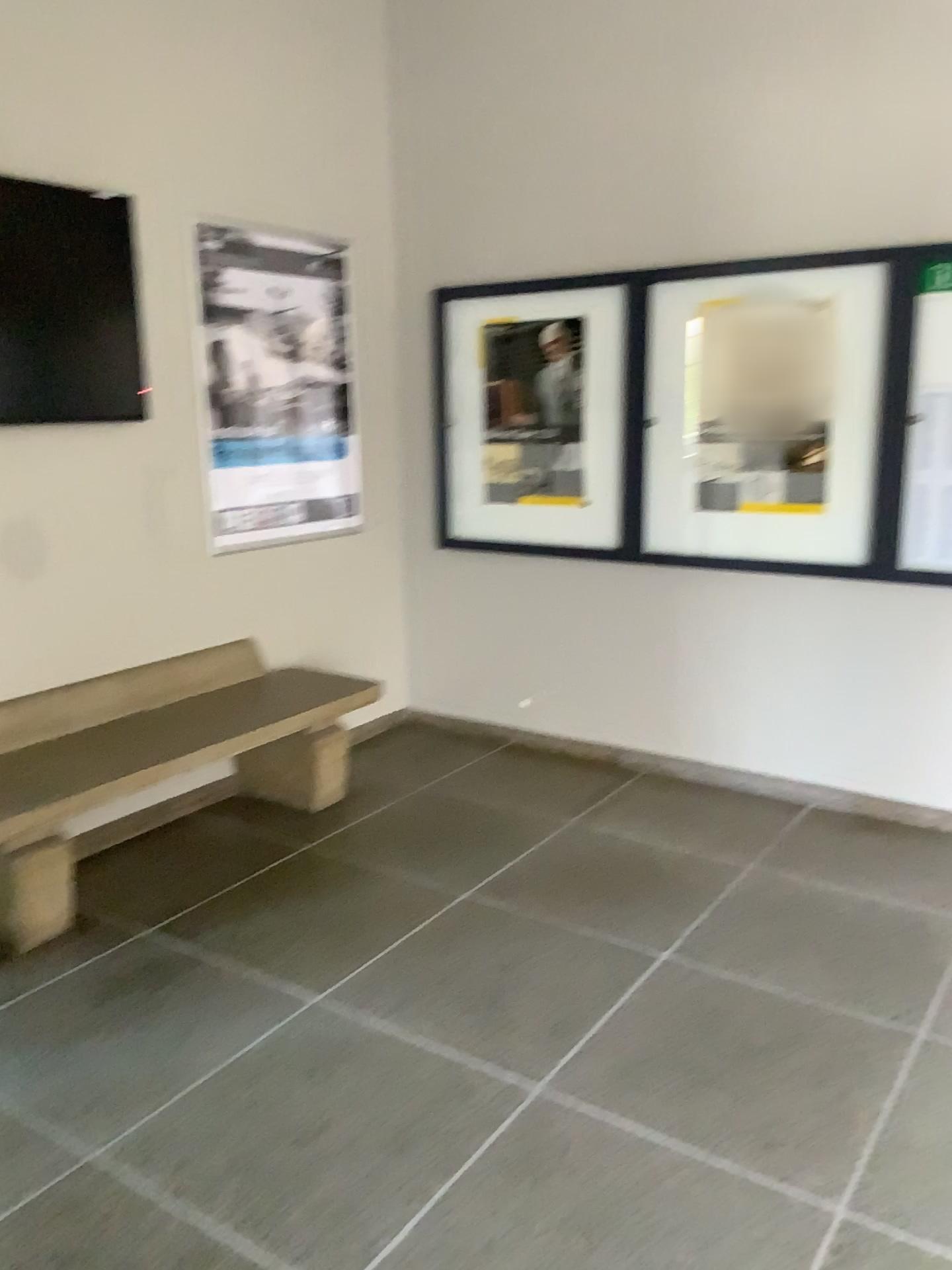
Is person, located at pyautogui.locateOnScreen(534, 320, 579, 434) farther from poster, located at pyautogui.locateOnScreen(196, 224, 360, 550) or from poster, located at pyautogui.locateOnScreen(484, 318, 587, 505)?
poster, located at pyautogui.locateOnScreen(196, 224, 360, 550)

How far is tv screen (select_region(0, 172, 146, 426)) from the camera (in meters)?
3.20

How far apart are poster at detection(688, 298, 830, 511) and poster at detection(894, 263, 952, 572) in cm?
28

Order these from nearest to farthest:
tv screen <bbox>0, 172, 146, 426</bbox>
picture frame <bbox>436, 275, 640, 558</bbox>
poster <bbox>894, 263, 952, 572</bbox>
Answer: tv screen <bbox>0, 172, 146, 426</bbox>, poster <bbox>894, 263, 952, 572</bbox>, picture frame <bbox>436, 275, 640, 558</bbox>

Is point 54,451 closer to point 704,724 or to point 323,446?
point 323,446

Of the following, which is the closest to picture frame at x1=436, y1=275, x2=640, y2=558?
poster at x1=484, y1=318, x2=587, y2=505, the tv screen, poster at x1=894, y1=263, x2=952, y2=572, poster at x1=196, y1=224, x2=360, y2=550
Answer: poster at x1=484, y1=318, x2=587, y2=505

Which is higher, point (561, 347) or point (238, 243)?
point (238, 243)

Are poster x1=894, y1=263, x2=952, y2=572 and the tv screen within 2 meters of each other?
no

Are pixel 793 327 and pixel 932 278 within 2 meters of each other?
yes

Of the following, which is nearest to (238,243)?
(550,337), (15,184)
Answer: (15,184)
